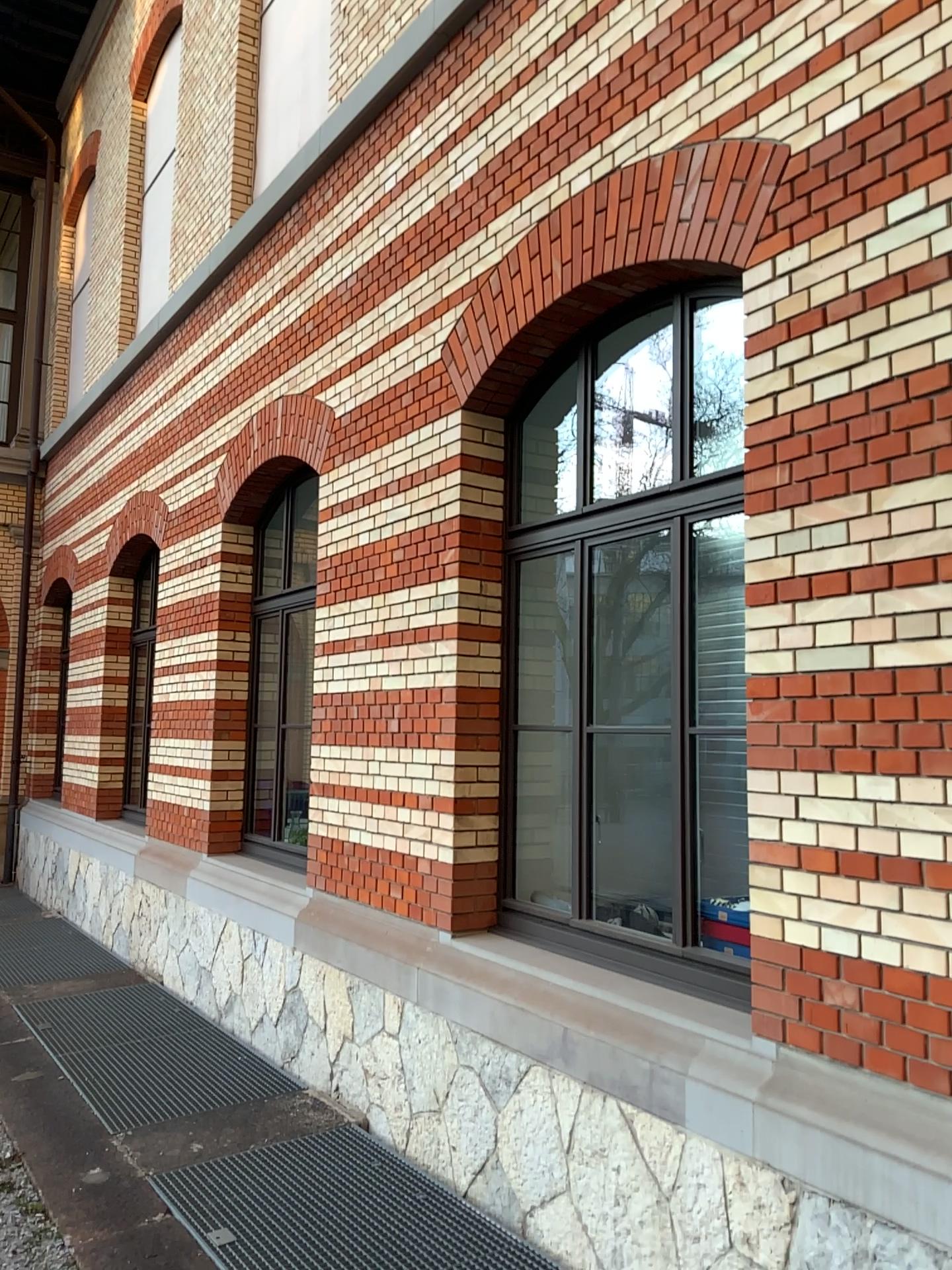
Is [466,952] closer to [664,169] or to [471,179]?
[664,169]
